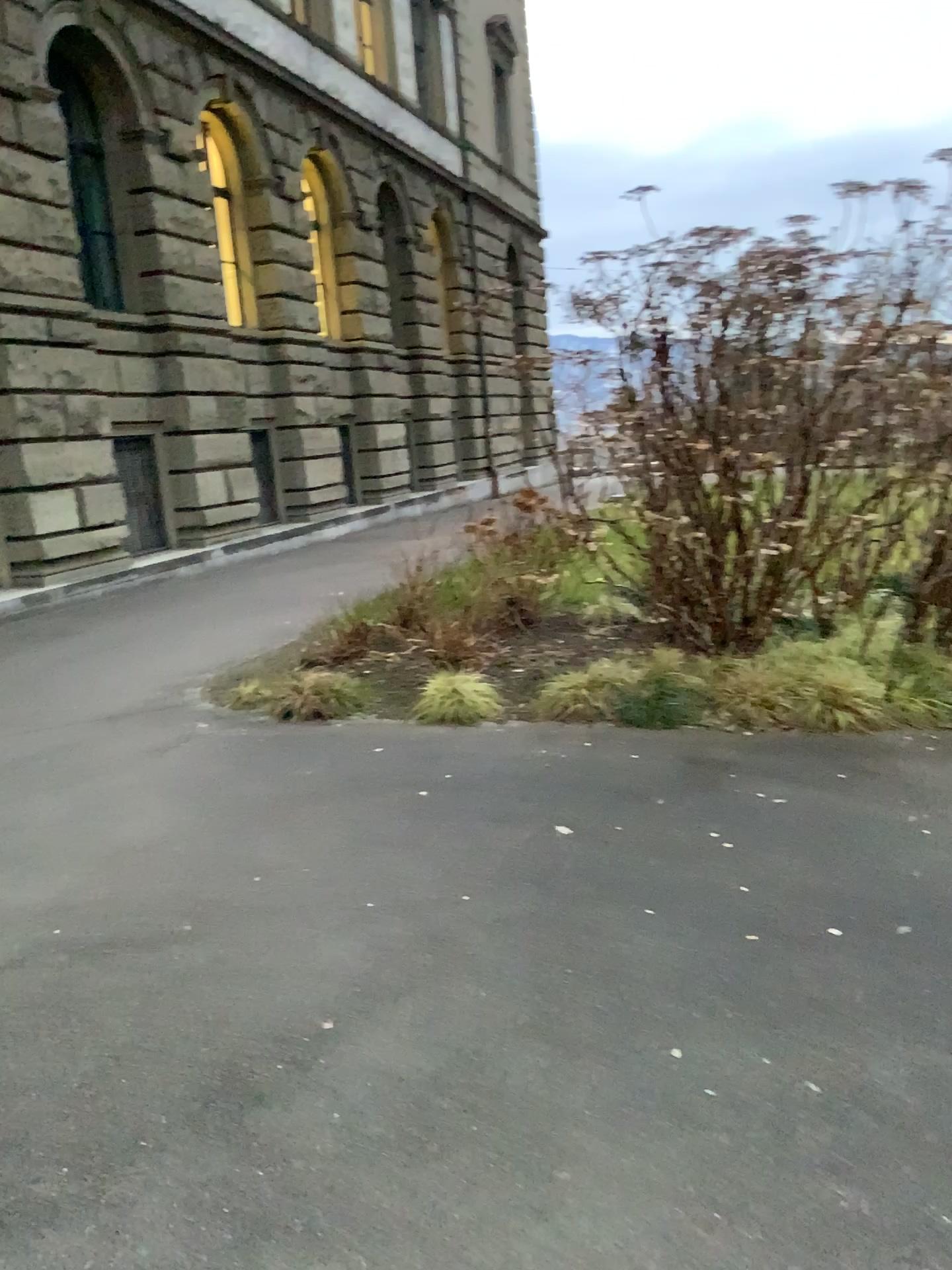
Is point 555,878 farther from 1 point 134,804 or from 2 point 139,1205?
1 point 134,804
